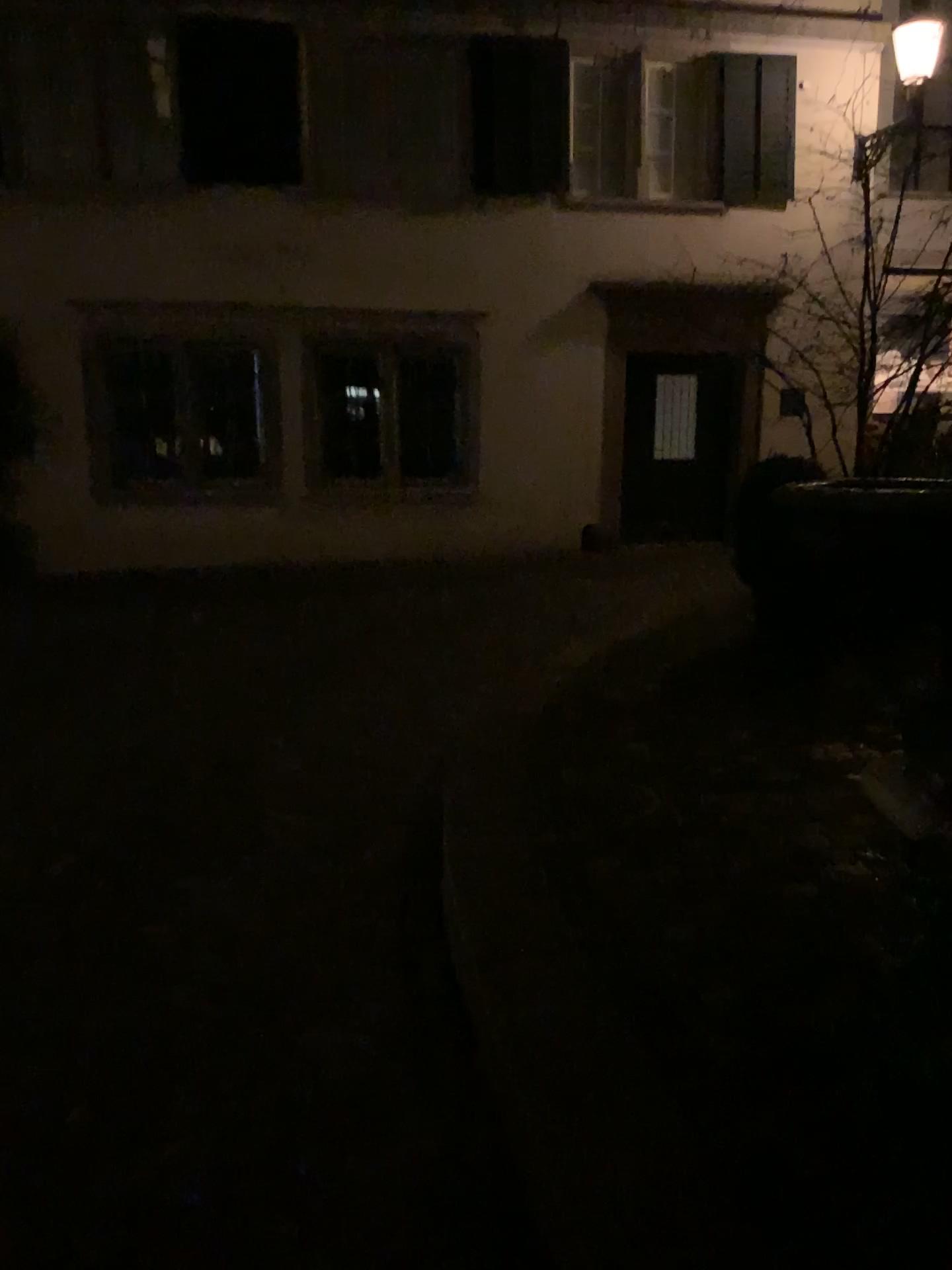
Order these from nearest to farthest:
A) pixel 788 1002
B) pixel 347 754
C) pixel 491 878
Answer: pixel 788 1002, pixel 491 878, pixel 347 754
